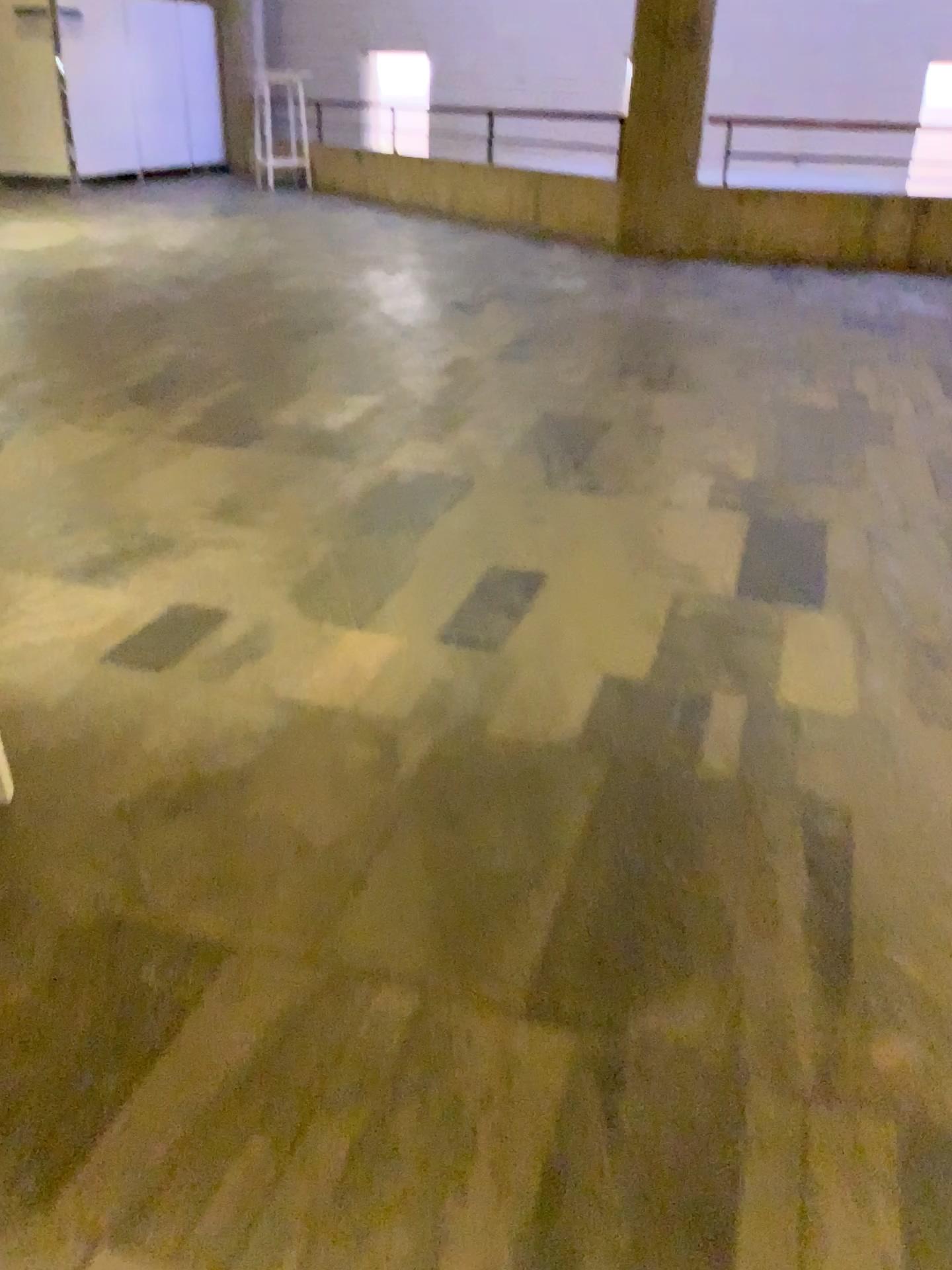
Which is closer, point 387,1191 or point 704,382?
point 387,1191
